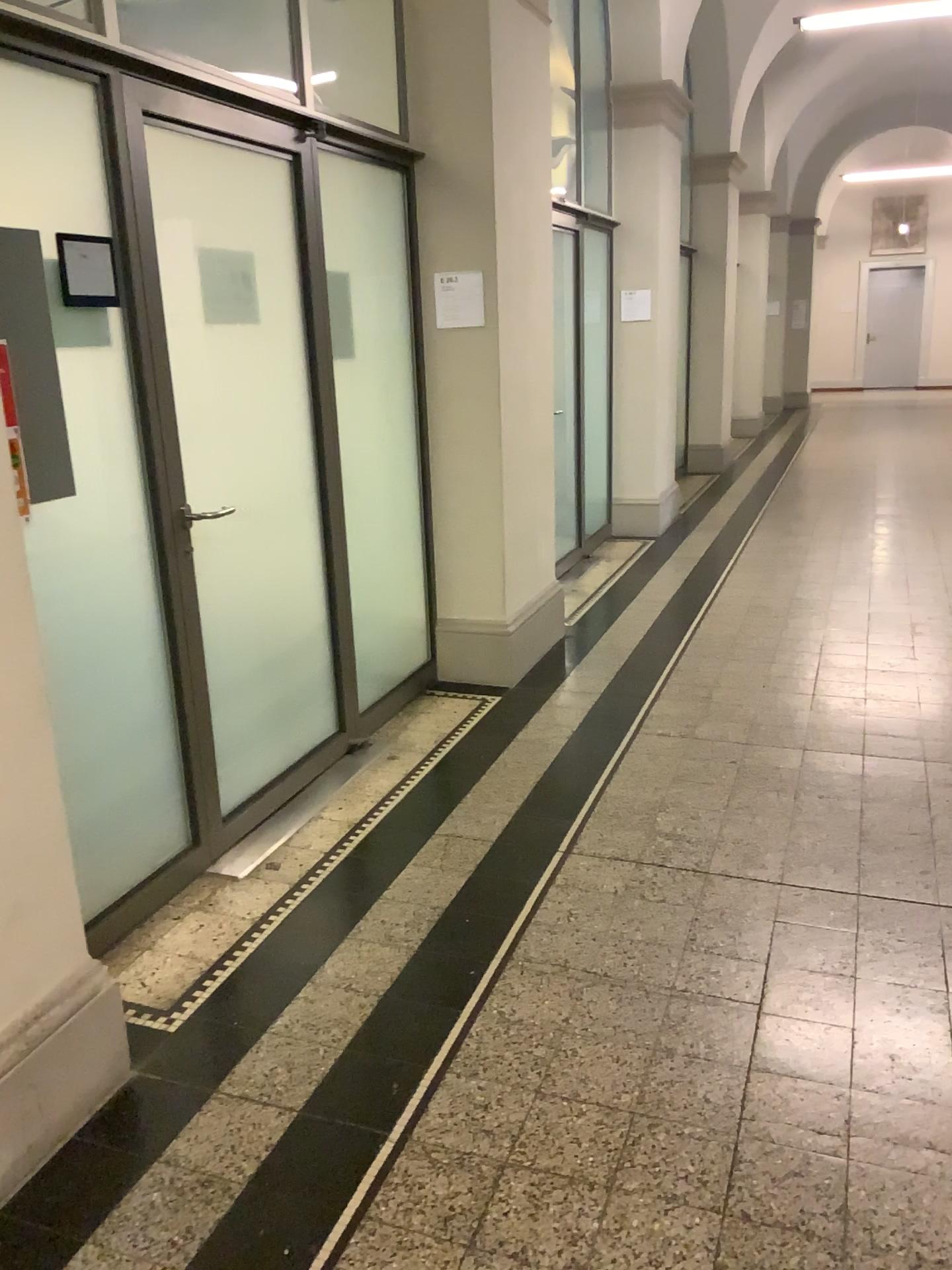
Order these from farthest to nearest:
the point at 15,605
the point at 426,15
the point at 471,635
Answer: the point at 471,635 → the point at 426,15 → the point at 15,605

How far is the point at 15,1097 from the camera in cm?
194

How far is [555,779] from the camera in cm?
366

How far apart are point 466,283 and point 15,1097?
3.3m

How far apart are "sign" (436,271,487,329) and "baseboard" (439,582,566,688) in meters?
1.3

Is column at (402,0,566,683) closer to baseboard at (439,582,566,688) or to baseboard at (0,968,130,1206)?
baseboard at (439,582,566,688)

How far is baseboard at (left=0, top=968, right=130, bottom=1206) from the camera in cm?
194

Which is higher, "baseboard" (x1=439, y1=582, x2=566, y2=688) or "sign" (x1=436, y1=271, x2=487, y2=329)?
"sign" (x1=436, y1=271, x2=487, y2=329)

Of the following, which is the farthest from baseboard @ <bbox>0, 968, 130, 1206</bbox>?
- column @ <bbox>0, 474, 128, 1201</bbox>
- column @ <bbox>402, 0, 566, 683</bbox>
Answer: column @ <bbox>402, 0, 566, 683</bbox>

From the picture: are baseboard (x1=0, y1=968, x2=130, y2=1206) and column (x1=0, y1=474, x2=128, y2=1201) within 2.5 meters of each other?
yes
